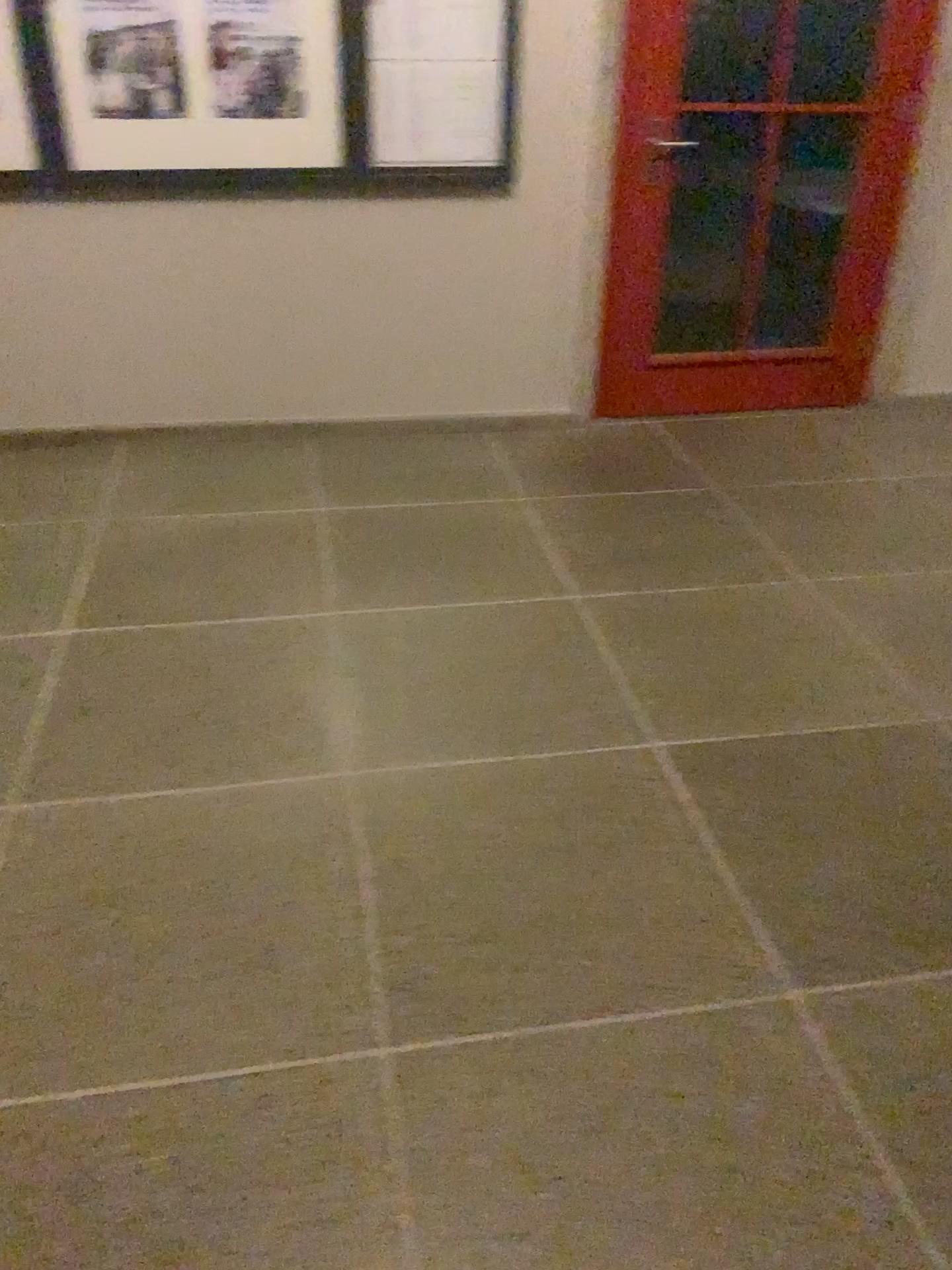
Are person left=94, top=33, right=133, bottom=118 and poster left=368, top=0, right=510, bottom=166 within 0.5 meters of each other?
no

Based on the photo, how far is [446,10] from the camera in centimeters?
338cm

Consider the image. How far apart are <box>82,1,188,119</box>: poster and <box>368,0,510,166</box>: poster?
0.6m

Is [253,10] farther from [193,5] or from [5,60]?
[5,60]

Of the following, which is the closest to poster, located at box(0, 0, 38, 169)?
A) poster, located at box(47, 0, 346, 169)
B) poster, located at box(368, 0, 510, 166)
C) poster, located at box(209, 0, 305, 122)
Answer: poster, located at box(47, 0, 346, 169)

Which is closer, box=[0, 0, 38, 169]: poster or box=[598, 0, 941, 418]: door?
box=[0, 0, 38, 169]: poster

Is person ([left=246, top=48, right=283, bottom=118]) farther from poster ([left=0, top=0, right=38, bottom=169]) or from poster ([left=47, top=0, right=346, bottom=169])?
poster ([left=0, top=0, right=38, bottom=169])

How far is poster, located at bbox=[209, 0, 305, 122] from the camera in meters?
3.3

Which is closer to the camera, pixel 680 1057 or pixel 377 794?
pixel 680 1057

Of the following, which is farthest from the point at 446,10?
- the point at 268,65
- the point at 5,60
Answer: the point at 5,60
